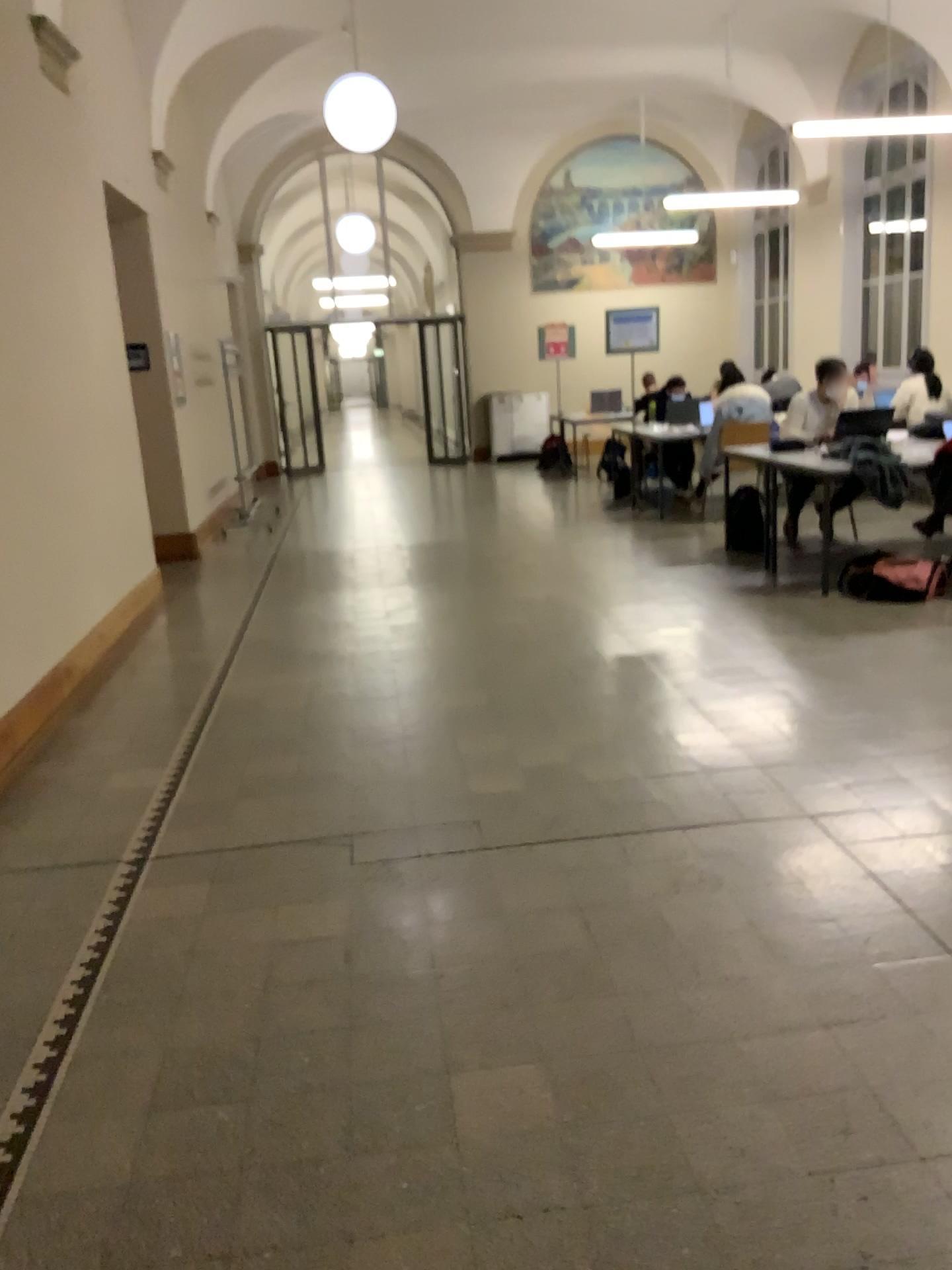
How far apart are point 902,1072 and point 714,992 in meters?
0.4 m
